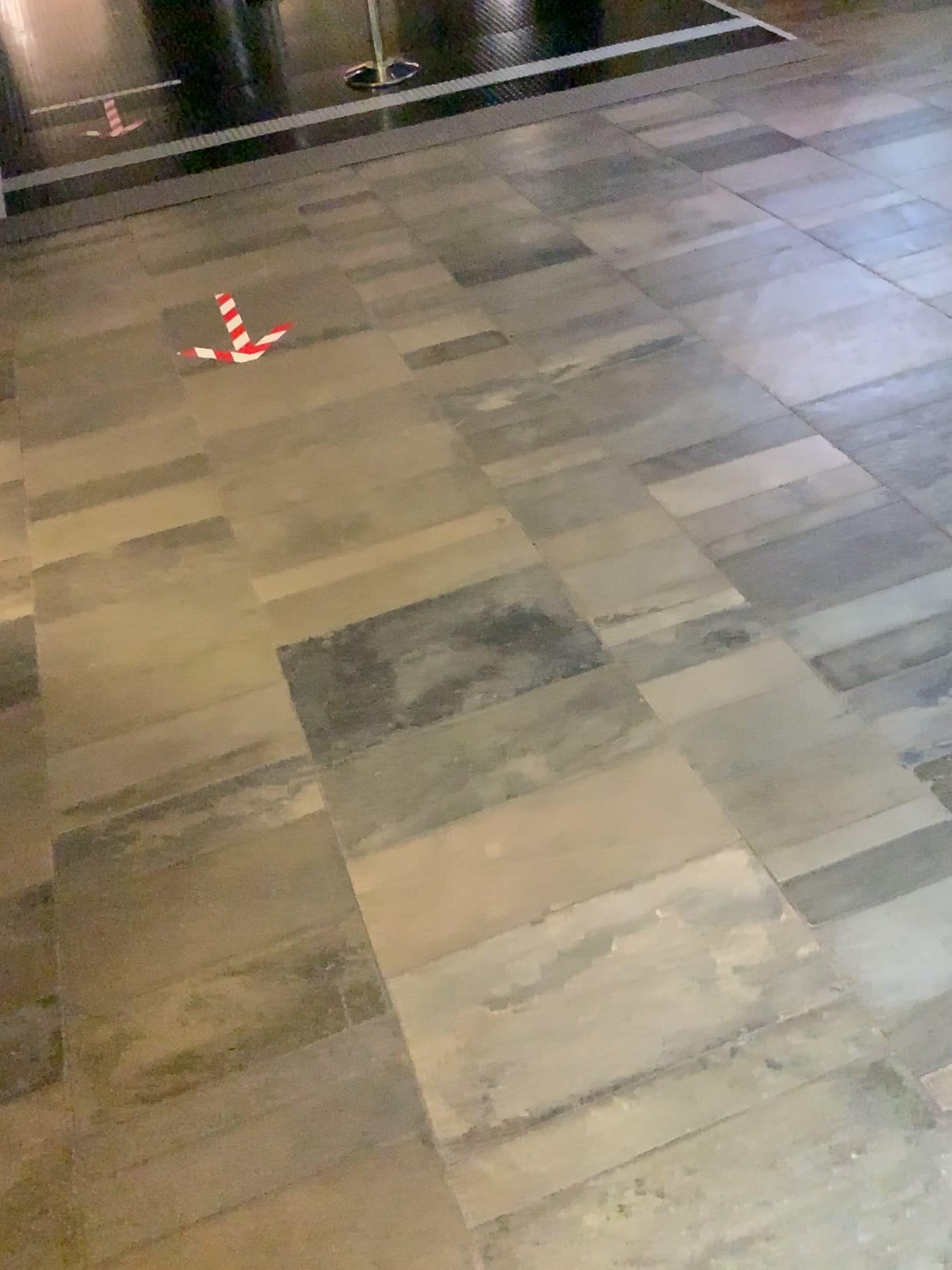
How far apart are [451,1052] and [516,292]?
2.4m
